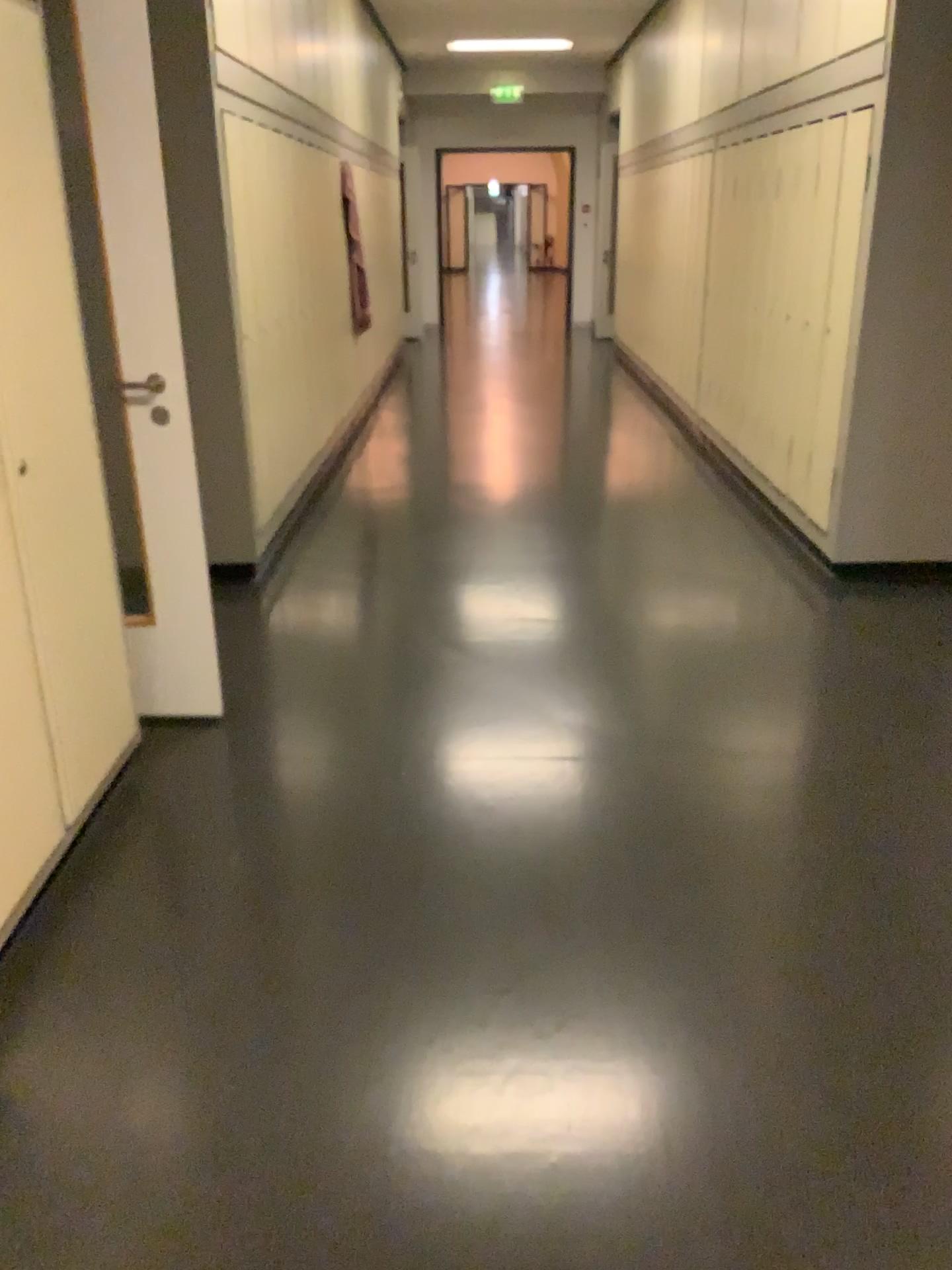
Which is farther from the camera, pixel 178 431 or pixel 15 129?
pixel 178 431

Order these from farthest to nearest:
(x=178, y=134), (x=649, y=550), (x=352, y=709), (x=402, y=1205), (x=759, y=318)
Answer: (x=759, y=318) → (x=649, y=550) → (x=178, y=134) → (x=352, y=709) → (x=402, y=1205)

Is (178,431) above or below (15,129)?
below

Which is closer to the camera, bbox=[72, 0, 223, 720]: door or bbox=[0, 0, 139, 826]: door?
bbox=[0, 0, 139, 826]: door
